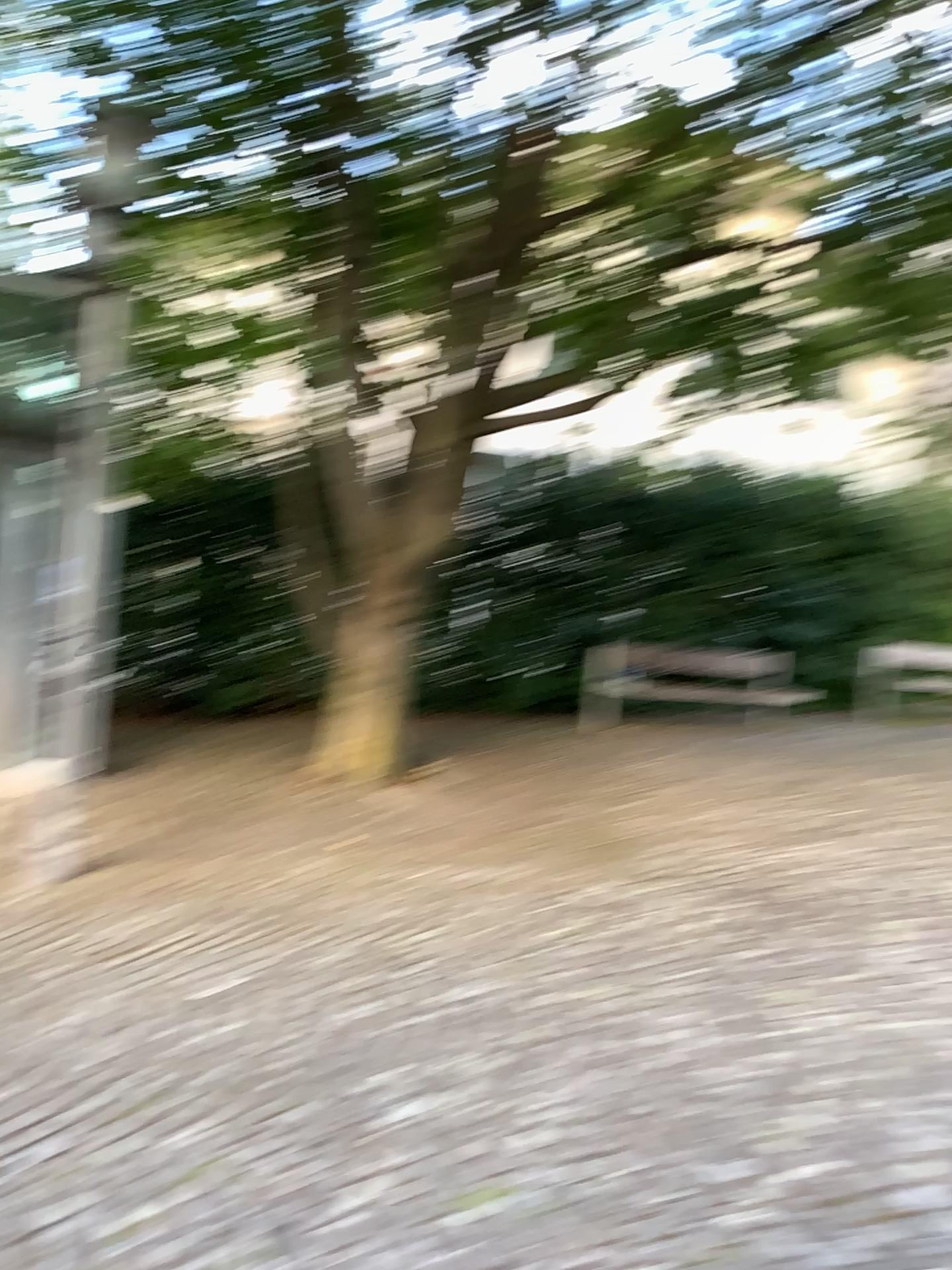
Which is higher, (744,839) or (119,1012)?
(744,839)
